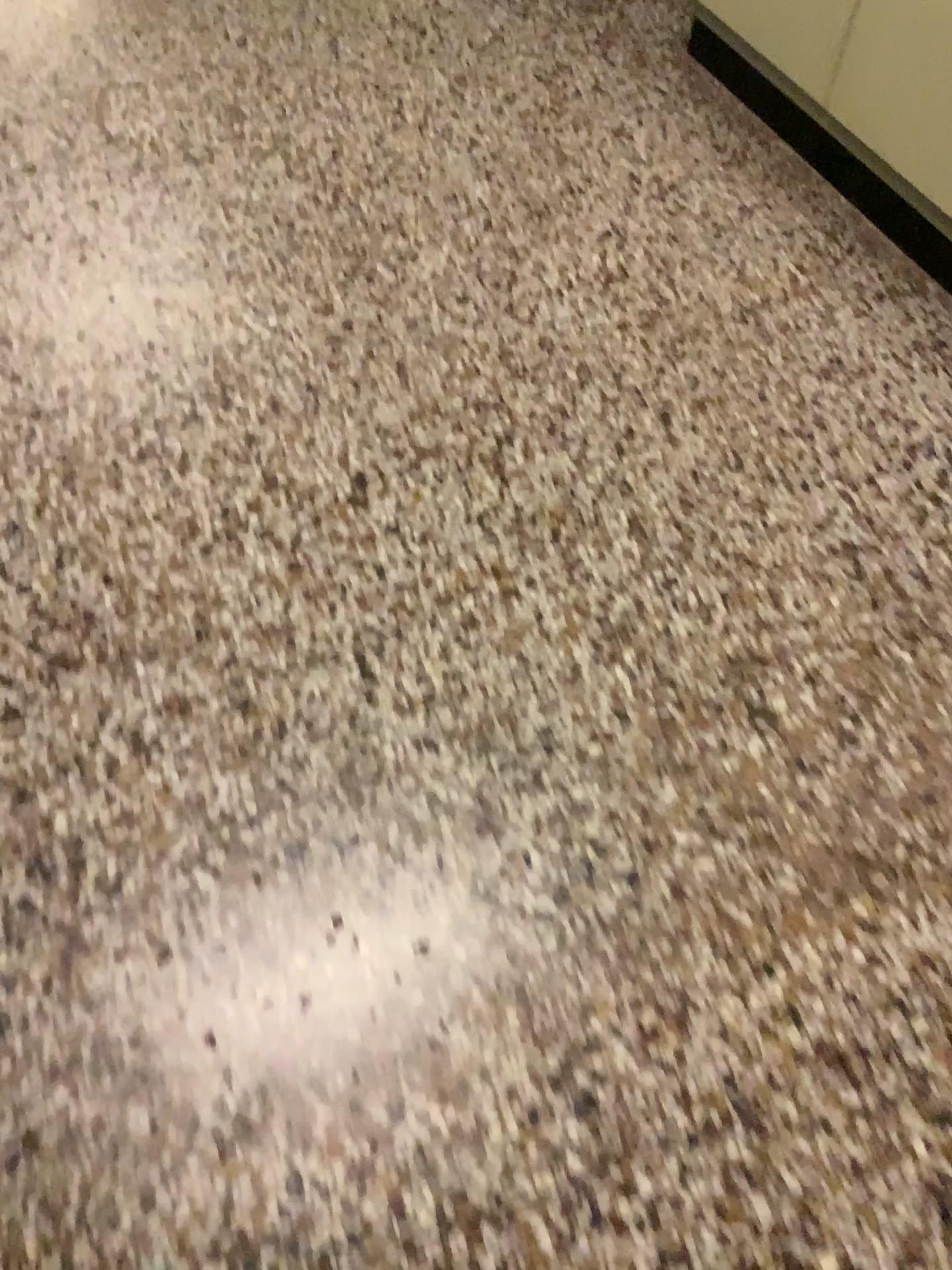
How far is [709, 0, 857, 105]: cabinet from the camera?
2.18m

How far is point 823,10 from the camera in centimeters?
218cm

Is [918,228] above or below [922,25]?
below

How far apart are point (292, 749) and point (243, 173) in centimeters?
146cm

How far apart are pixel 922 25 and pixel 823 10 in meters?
0.3 m

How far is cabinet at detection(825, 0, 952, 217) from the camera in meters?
1.9 m
